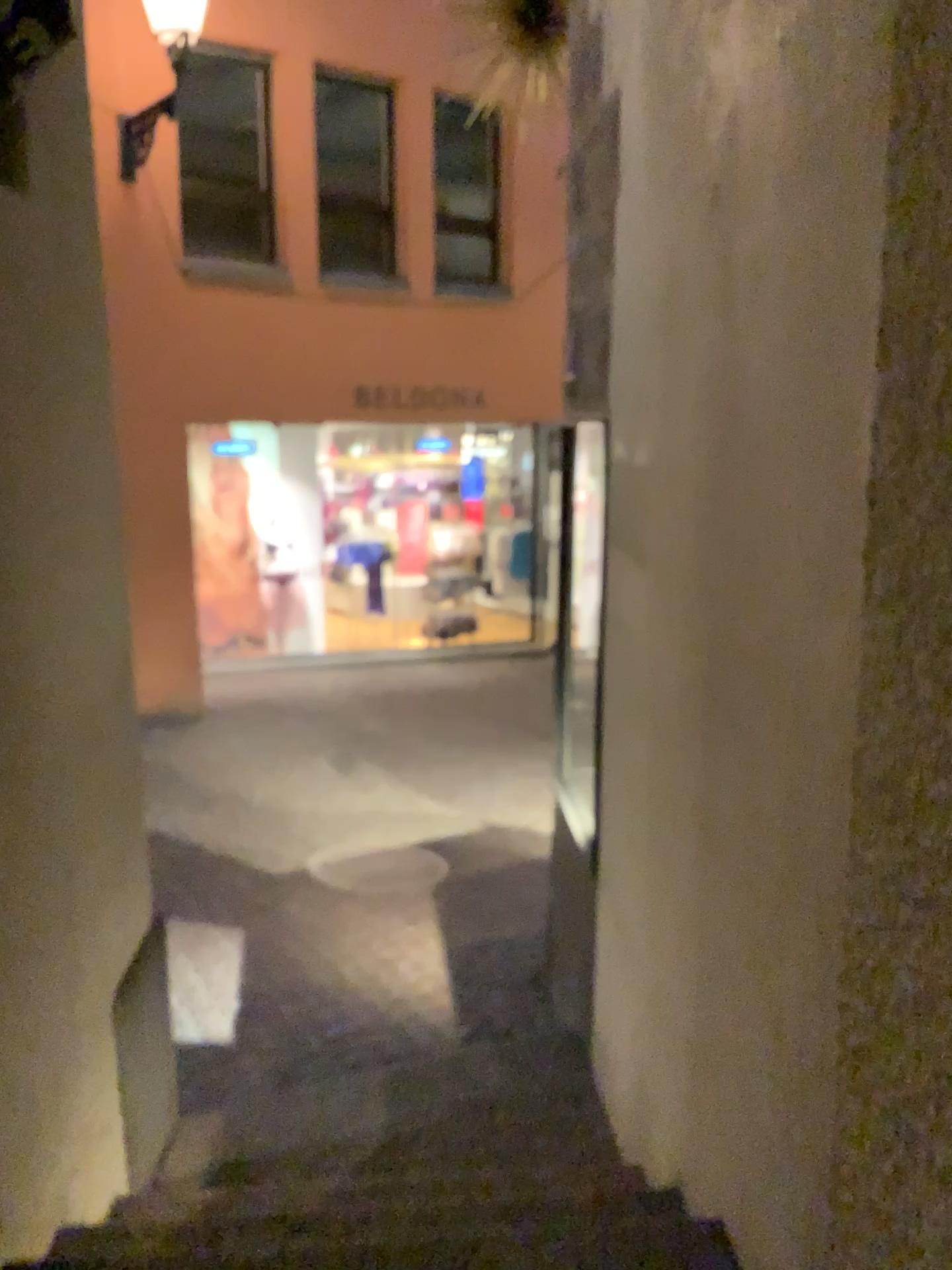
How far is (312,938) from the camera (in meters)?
4.57
